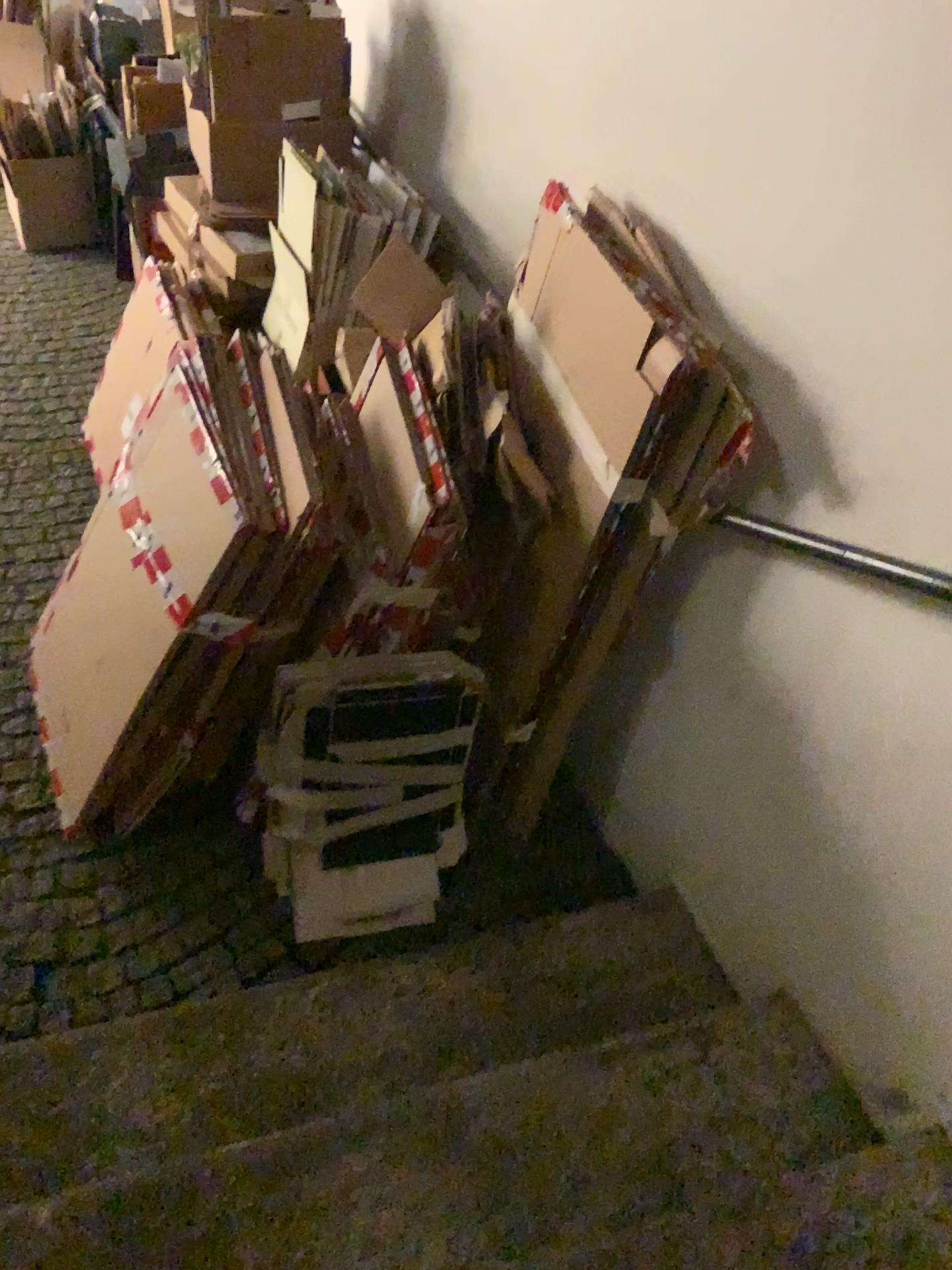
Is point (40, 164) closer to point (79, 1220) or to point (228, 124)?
point (228, 124)

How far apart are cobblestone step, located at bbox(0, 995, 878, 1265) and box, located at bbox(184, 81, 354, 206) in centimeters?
220cm

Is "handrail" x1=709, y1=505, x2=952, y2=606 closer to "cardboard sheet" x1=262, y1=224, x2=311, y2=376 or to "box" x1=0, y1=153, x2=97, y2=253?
"cardboard sheet" x1=262, y1=224, x2=311, y2=376

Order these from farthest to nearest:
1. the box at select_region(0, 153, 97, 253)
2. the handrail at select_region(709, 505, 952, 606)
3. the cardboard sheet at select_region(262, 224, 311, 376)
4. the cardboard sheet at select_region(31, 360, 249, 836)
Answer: the box at select_region(0, 153, 97, 253), the cardboard sheet at select_region(262, 224, 311, 376), the cardboard sheet at select_region(31, 360, 249, 836), the handrail at select_region(709, 505, 952, 606)

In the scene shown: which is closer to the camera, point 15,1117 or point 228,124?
point 15,1117

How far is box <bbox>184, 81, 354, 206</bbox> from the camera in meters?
2.7

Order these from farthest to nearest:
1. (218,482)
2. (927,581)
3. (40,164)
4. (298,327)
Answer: (40,164)
(298,327)
(218,482)
(927,581)

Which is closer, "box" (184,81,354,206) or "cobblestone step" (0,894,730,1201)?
"cobblestone step" (0,894,730,1201)

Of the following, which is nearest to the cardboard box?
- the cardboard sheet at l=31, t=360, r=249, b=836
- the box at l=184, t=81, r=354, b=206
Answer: the box at l=184, t=81, r=354, b=206

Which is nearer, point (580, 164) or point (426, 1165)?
point (426, 1165)
